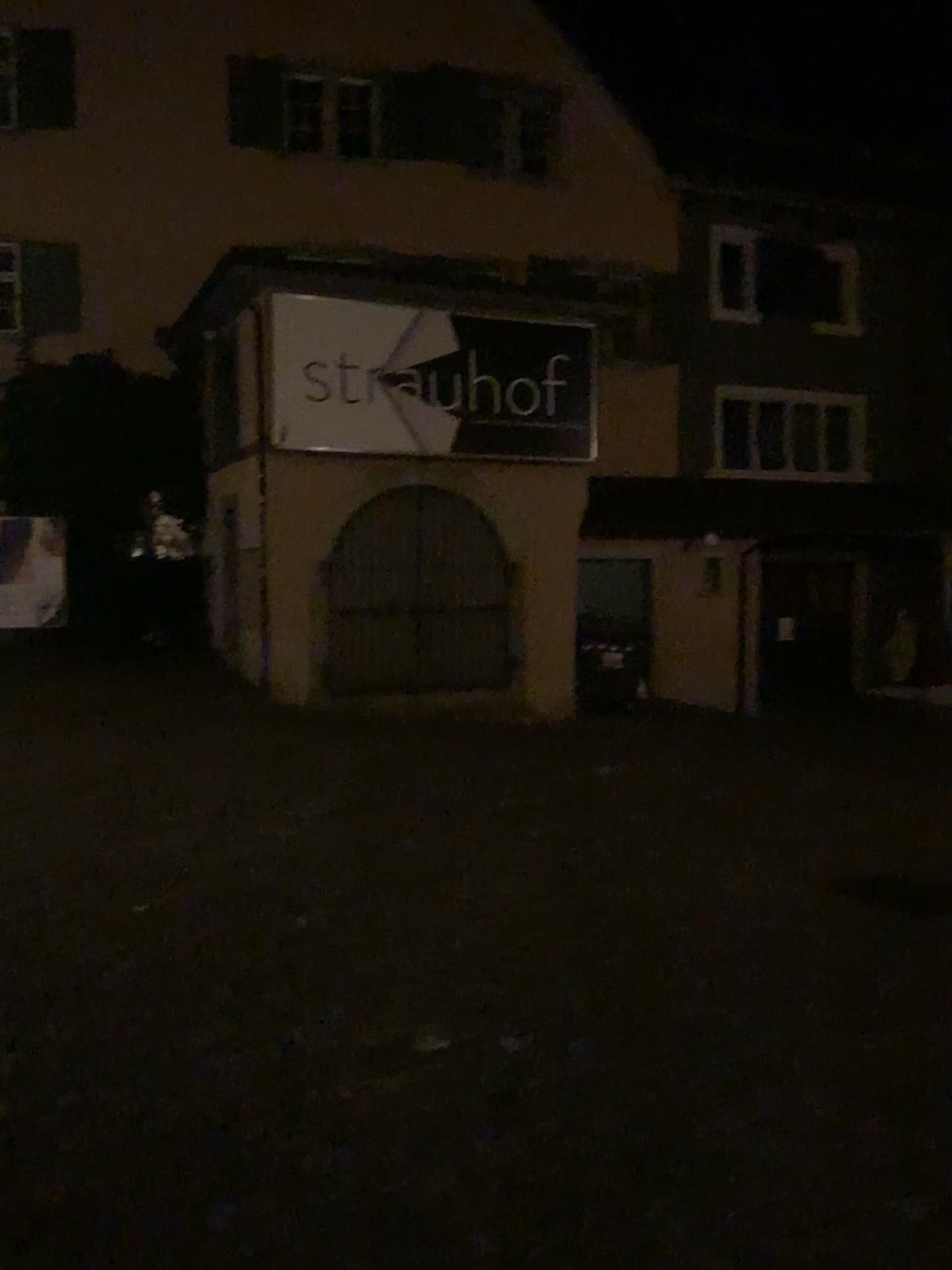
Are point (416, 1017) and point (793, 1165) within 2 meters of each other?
yes
